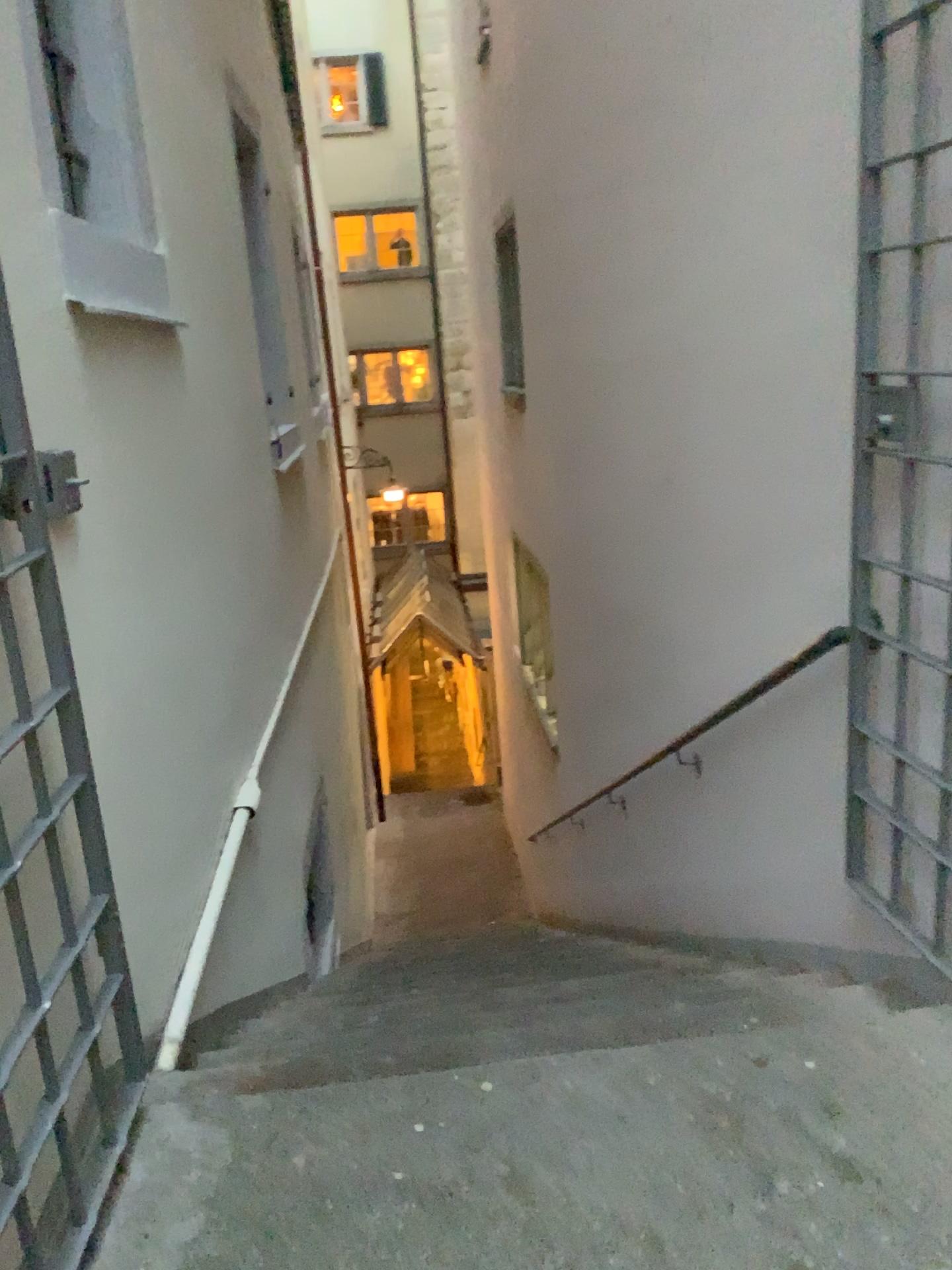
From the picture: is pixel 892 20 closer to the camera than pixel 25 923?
No

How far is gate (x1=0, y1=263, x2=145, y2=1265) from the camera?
1.47m

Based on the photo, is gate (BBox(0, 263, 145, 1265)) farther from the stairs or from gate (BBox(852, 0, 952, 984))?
gate (BBox(852, 0, 952, 984))

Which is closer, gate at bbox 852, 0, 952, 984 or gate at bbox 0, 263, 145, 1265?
gate at bbox 0, 263, 145, 1265

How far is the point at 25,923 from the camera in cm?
147

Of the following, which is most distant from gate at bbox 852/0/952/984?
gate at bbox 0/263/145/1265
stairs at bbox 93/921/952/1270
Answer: gate at bbox 0/263/145/1265

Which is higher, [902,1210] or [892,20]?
[892,20]

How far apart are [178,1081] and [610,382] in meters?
3.3 m

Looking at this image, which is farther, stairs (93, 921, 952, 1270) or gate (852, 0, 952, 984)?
gate (852, 0, 952, 984)
